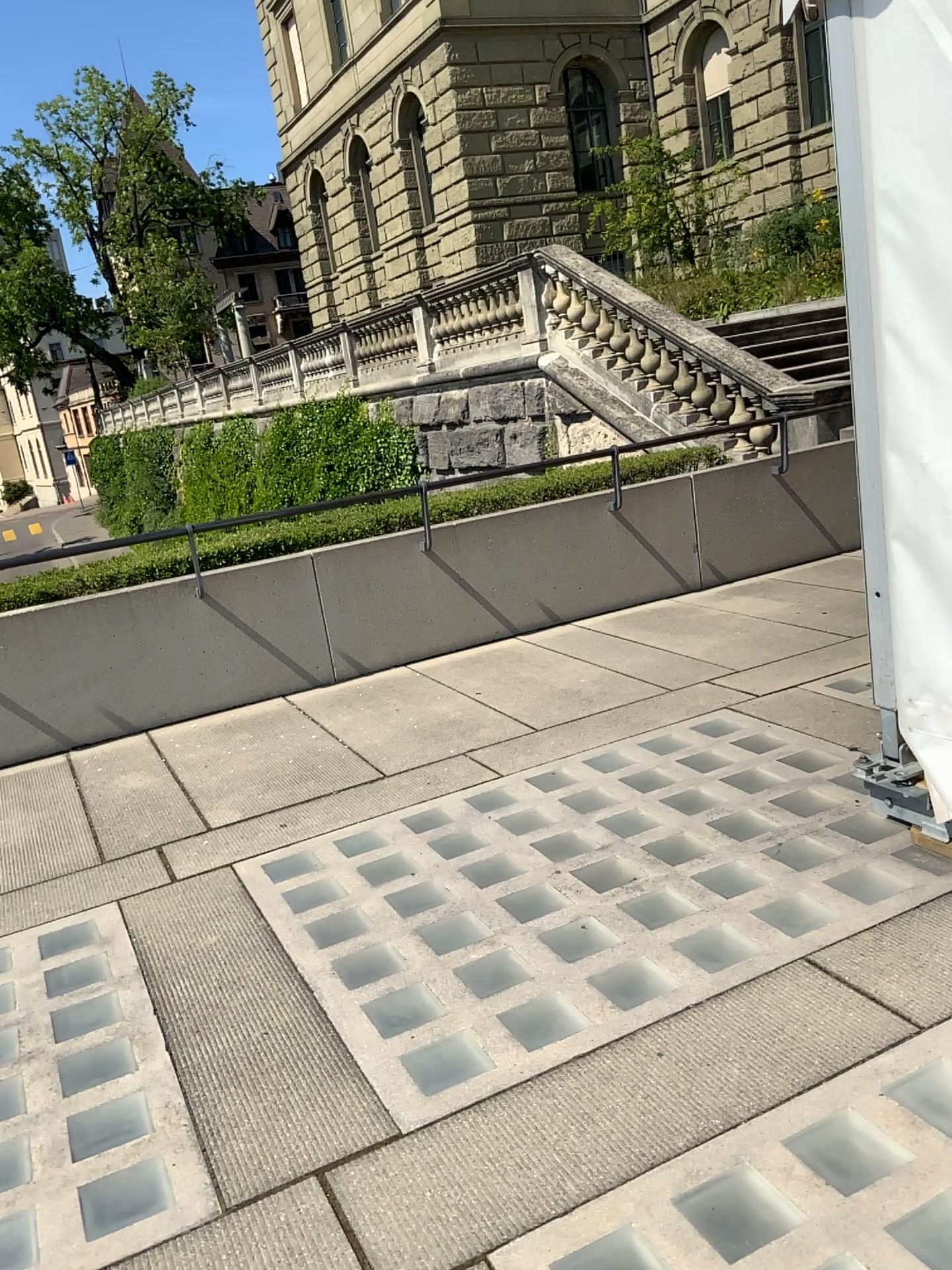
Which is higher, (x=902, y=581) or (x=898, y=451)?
(x=898, y=451)
